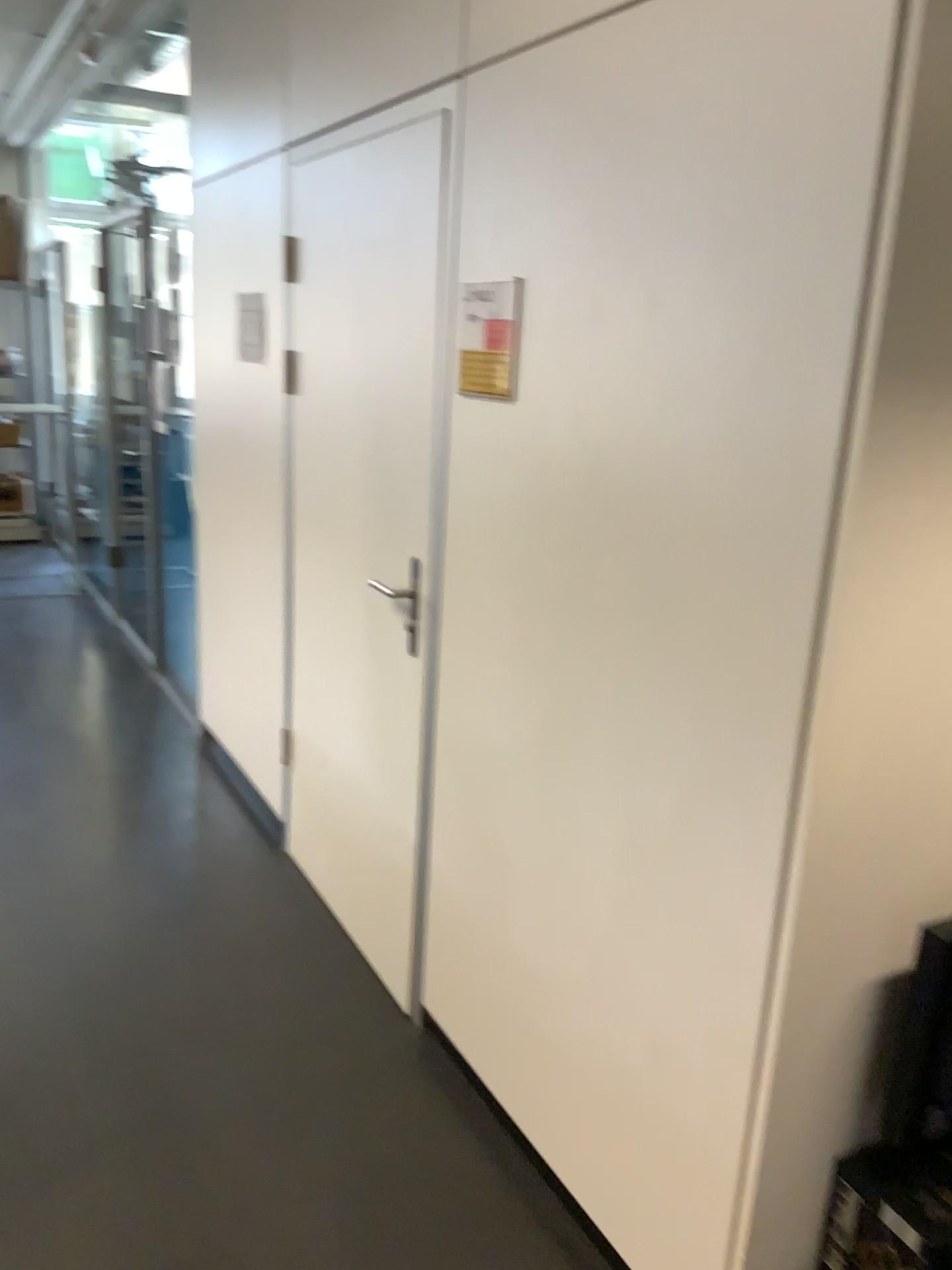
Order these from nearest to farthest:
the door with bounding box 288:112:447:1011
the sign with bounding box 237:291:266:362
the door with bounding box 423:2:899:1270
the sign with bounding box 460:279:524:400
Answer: the door with bounding box 423:2:899:1270, the sign with bounding box 460:279:524:400, the door with bounding box 288:112:447:1011, the sign with bounding box 237:291:266:362

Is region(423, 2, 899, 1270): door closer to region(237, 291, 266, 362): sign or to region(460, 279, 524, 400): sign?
region(460, 279, 524, 400): sign

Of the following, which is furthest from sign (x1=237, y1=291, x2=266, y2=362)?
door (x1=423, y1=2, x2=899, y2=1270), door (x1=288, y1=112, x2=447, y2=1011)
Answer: door (x1=423, y1=2, x2=899, y2=1270)

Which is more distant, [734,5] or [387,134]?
[387,134]

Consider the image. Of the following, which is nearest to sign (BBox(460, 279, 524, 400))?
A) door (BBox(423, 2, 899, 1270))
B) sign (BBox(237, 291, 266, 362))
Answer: door (BBox(423, 2, 899, 1270))

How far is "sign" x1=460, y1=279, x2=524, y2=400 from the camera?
2.0 meters

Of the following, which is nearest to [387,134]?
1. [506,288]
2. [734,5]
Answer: [506,288]

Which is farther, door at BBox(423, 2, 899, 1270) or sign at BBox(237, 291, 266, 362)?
sign at BBox(237, 291, 266, 362)

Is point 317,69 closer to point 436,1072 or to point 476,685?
point 476,685

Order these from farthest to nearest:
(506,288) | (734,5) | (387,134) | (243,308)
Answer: (243,308) < (387,134) < (506,288) < (734,5)
